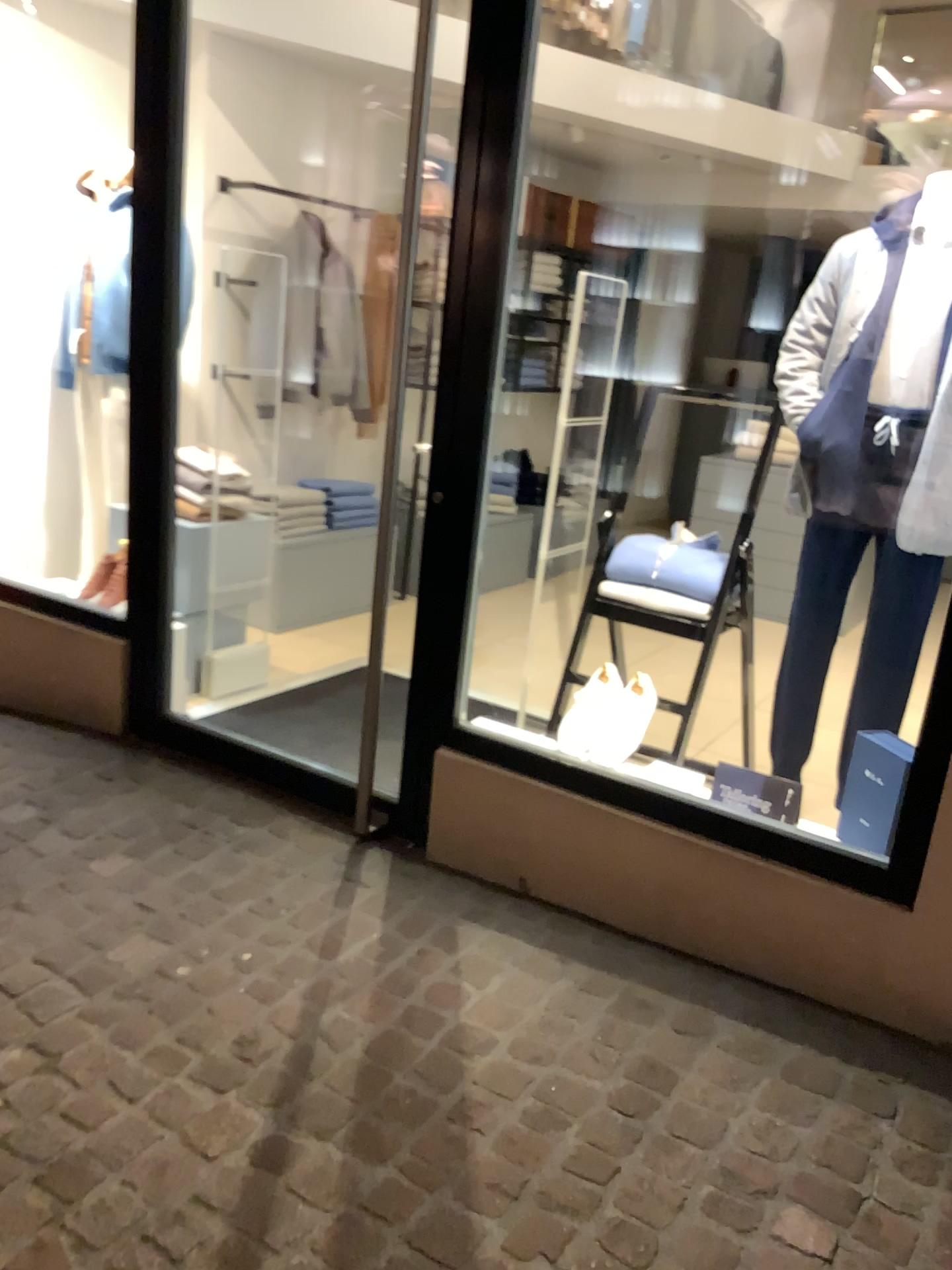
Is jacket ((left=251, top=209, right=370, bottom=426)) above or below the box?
Answer: above

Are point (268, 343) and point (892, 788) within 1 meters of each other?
no

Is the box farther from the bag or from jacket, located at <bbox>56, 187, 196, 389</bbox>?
jacket, located at <bbox>56, 187, 196, 389</bbox>

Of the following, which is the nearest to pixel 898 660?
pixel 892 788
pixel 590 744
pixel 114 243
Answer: pixel 892 788

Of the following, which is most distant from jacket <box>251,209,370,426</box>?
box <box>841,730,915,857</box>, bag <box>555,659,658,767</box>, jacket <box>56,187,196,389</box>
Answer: box <box>841,730,915,857</box>

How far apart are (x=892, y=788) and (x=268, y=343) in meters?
3.2 m

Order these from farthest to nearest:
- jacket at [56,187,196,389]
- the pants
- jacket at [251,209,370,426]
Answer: jacket at [251,209,370,426]
jacket at [56,187,196,389]
the pants

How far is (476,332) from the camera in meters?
2.5

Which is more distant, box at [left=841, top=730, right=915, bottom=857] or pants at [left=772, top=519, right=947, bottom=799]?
pants at [left=772, top=519, right=947, bottom=799]

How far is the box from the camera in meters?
2.3 m
